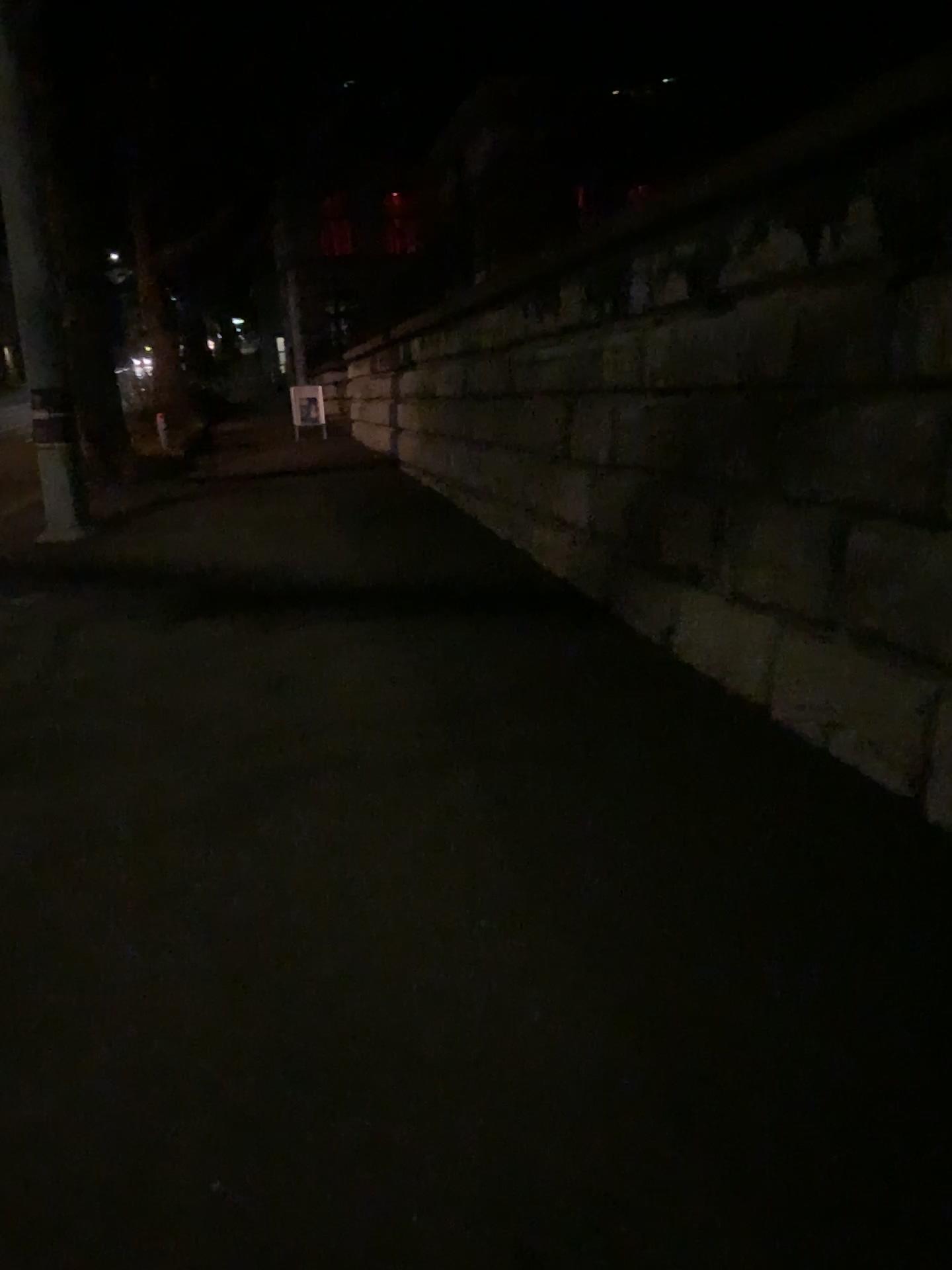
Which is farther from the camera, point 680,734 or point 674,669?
point 674,669
